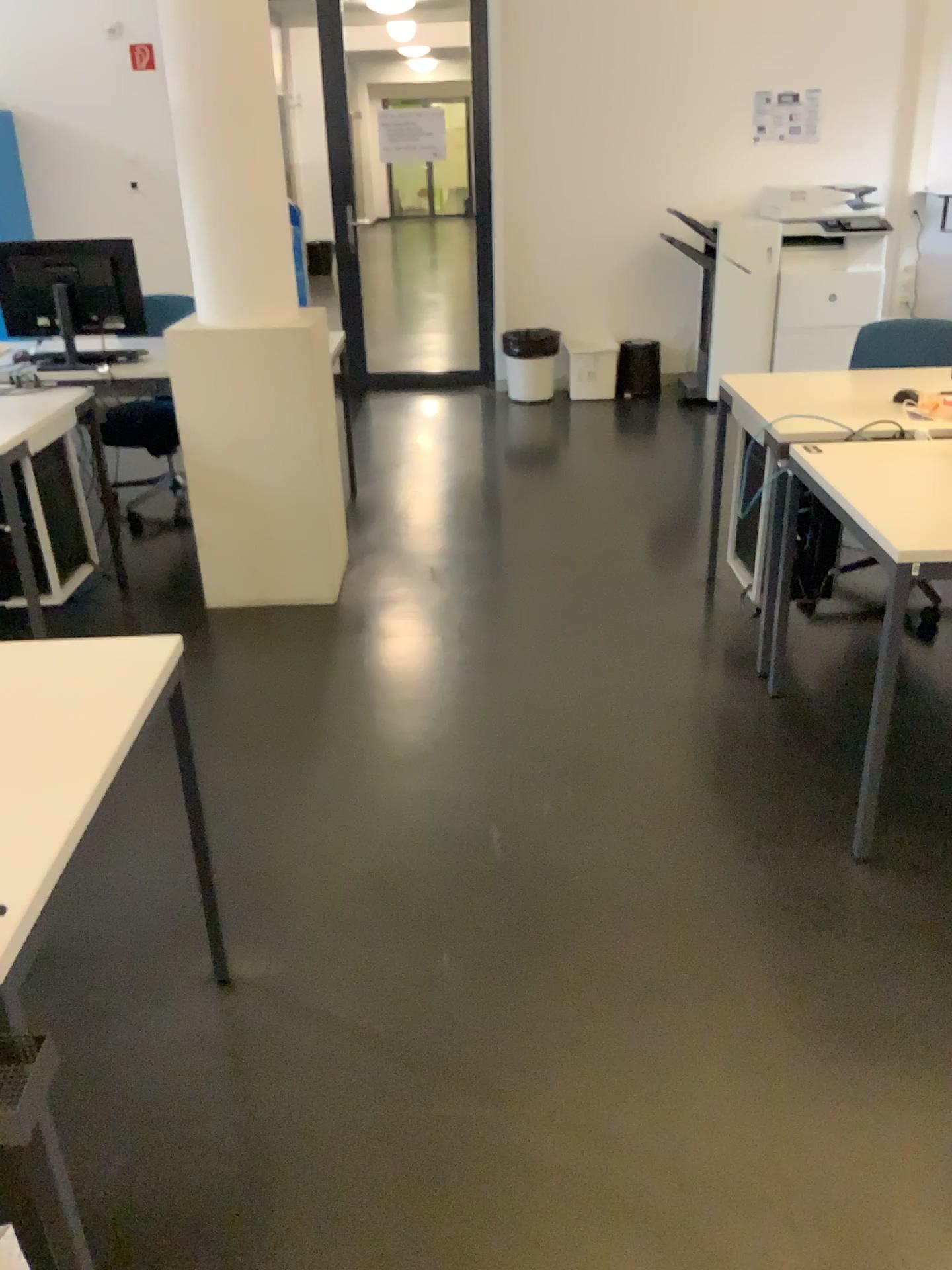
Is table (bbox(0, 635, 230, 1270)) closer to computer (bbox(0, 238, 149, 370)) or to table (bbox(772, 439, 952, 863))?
table (bbox(772, 439, 952, 863))

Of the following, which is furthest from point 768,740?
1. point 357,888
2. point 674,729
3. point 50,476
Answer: point 50,476

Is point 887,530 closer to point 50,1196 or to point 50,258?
point 50,1196

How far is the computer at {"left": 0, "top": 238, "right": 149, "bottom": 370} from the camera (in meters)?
4.03

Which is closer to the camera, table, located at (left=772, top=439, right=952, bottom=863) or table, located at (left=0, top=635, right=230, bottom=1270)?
table, located at (left=0, top=635, right=230, bottom=1270)

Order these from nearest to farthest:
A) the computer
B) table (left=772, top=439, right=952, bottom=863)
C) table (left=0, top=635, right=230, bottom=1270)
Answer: table (left=0, top=635, right=230, bottom=1270), table (left=772, top=439, right=952, bottom=863), the computer

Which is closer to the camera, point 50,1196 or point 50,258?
point 50,1196

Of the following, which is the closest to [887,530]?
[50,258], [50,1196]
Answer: [50,1196]

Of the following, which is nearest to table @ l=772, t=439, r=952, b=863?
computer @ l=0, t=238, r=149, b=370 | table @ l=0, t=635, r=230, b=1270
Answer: table @ l=0, t=635, r=230, b=1270
